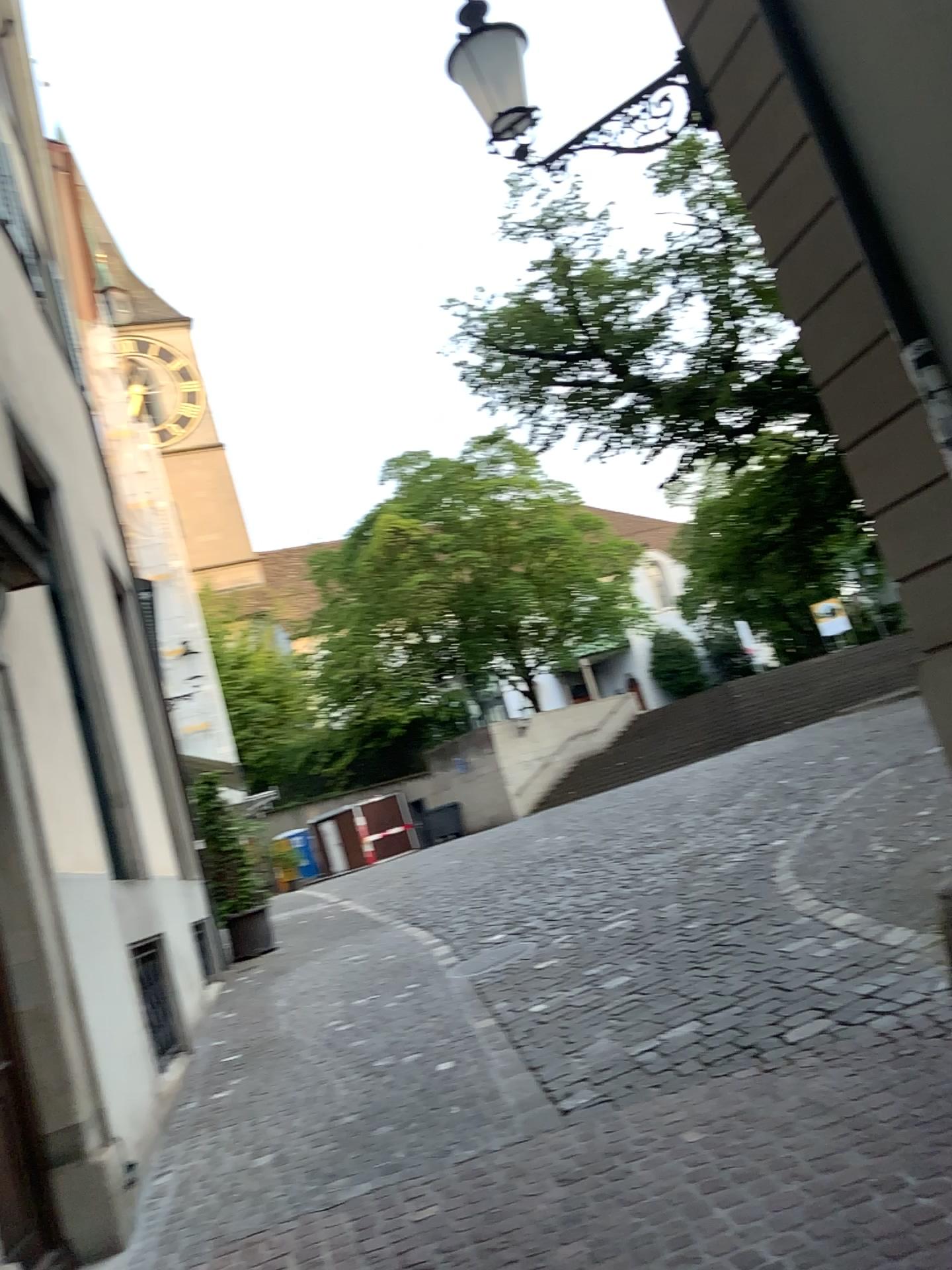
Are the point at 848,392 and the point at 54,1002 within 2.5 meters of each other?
no
